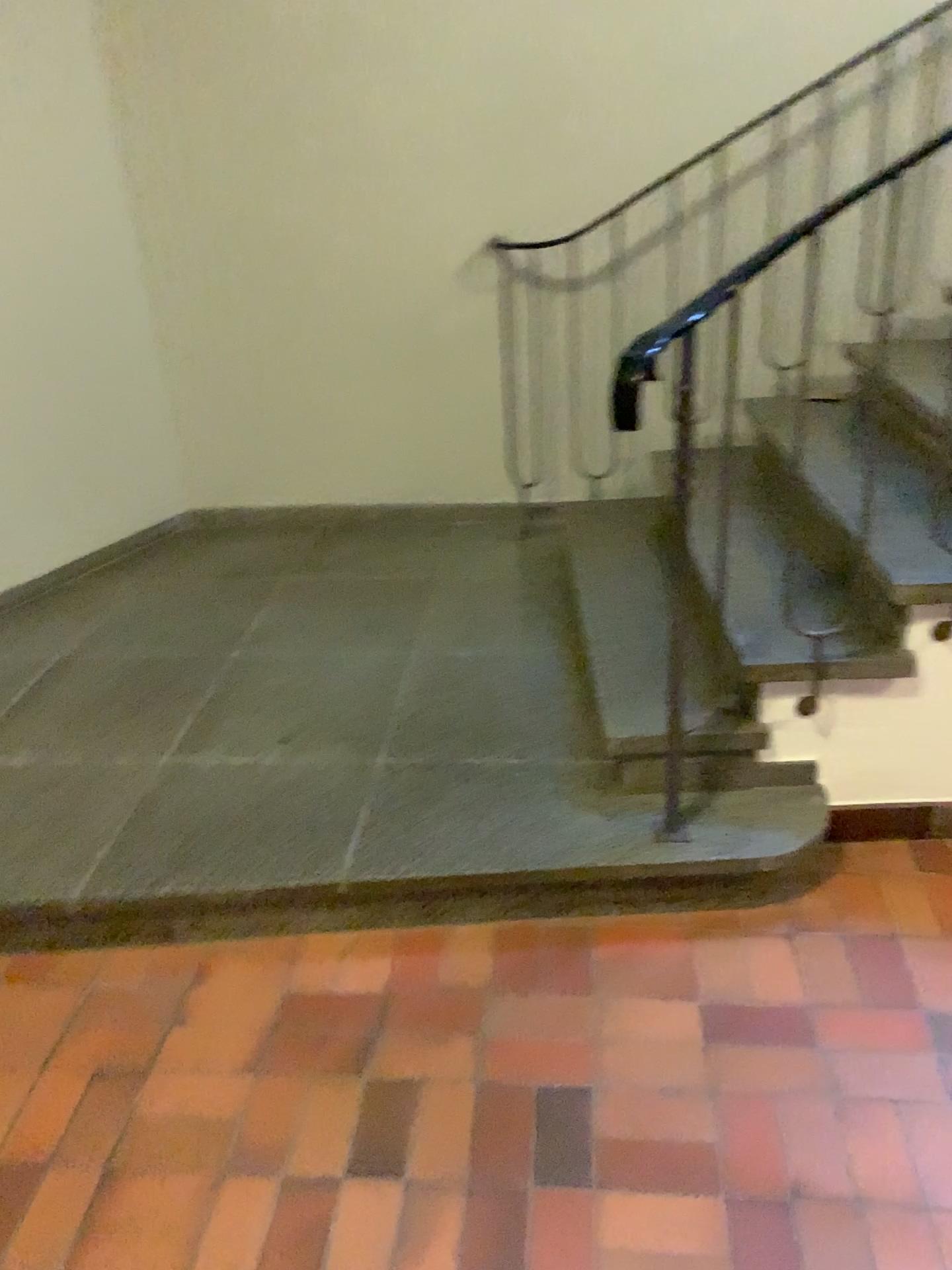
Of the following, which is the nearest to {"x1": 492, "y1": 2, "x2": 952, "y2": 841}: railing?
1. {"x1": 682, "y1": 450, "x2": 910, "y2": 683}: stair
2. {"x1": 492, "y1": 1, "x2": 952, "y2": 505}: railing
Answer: {"x1": 492, "y1": 1, "x2": 952, "y2": 505}: railing

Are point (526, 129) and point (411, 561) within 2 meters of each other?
yes

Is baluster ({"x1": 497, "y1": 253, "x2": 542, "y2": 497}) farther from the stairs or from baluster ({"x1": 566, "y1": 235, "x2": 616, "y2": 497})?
the stairs

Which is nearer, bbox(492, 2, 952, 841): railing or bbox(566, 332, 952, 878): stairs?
bbox(566, 332, 952, 878): stairs

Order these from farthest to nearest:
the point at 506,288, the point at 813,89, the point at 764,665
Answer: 1. the point at 506,288
2. the point at 813,89
3. the point at 764,665

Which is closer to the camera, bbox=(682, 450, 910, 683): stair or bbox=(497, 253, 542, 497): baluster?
bbox=(682, 450, 910, 683): stair

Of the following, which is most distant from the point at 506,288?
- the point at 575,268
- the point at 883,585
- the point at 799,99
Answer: the point at 883,585

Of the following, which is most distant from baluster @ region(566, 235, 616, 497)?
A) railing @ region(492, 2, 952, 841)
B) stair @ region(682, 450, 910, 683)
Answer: stair @ region(682, 450, 910, 683)

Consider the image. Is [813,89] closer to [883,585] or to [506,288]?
[506,288]

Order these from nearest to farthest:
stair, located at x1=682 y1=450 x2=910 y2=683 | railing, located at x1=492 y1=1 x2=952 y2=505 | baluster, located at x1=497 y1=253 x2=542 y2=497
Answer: stair, located at x1=682 y1=450 x2=910 y2=683, railing, located at x1=492 y1=1 x2=952 y2=505, baluster, located at x1=497 y1=253 x2=542 y2=497
